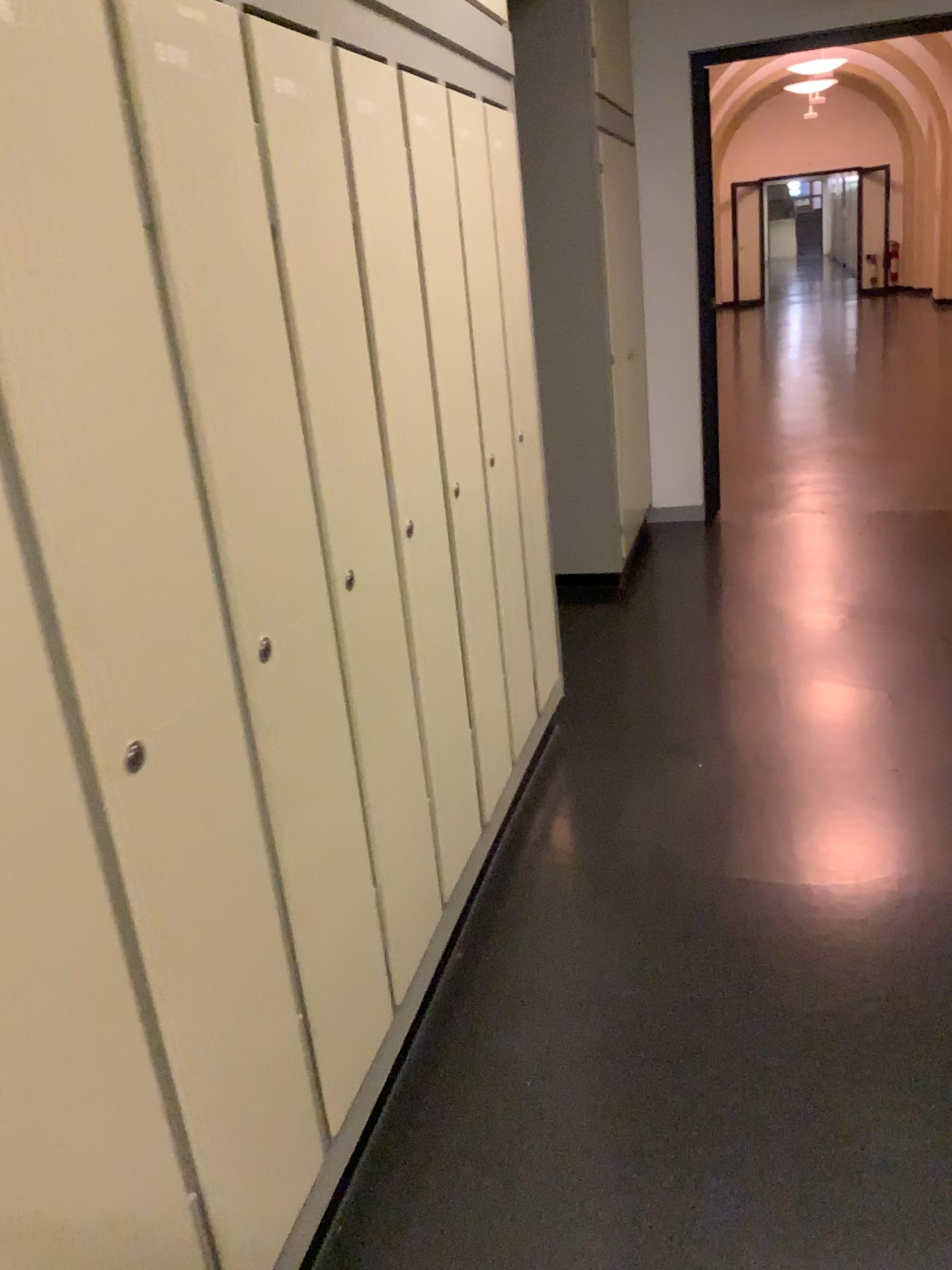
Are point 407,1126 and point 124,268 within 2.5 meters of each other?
yes

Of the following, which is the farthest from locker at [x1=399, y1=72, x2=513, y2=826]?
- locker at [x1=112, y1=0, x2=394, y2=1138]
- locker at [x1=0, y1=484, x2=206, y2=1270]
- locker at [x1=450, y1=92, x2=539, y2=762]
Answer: locker at [x1=0, y1=484, x2=206, y2=1270]

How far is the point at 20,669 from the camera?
0.9m

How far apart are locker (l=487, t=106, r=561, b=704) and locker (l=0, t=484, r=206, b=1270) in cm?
190

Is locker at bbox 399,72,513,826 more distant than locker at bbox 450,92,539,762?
No

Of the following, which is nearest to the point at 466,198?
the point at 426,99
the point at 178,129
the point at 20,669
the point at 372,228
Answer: the point at 426,99

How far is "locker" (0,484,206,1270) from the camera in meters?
0.9

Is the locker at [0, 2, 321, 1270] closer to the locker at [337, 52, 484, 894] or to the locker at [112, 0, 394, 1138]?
the locker at [112, 0, 394, 1138]

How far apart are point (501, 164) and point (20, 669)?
2.17m

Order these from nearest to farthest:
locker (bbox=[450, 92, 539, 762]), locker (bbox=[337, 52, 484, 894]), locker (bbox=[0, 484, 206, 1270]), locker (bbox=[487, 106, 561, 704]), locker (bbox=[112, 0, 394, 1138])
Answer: locker (bbox=[0, 484, 206, 1270]), locker (bbox=[112, 0, 394, 1138]), locker (bbox=[337, 52, 484, 894]), locker (bbox=[450, 92, 539, 762]), locker (bbox=[487, 106, 561, 704])
